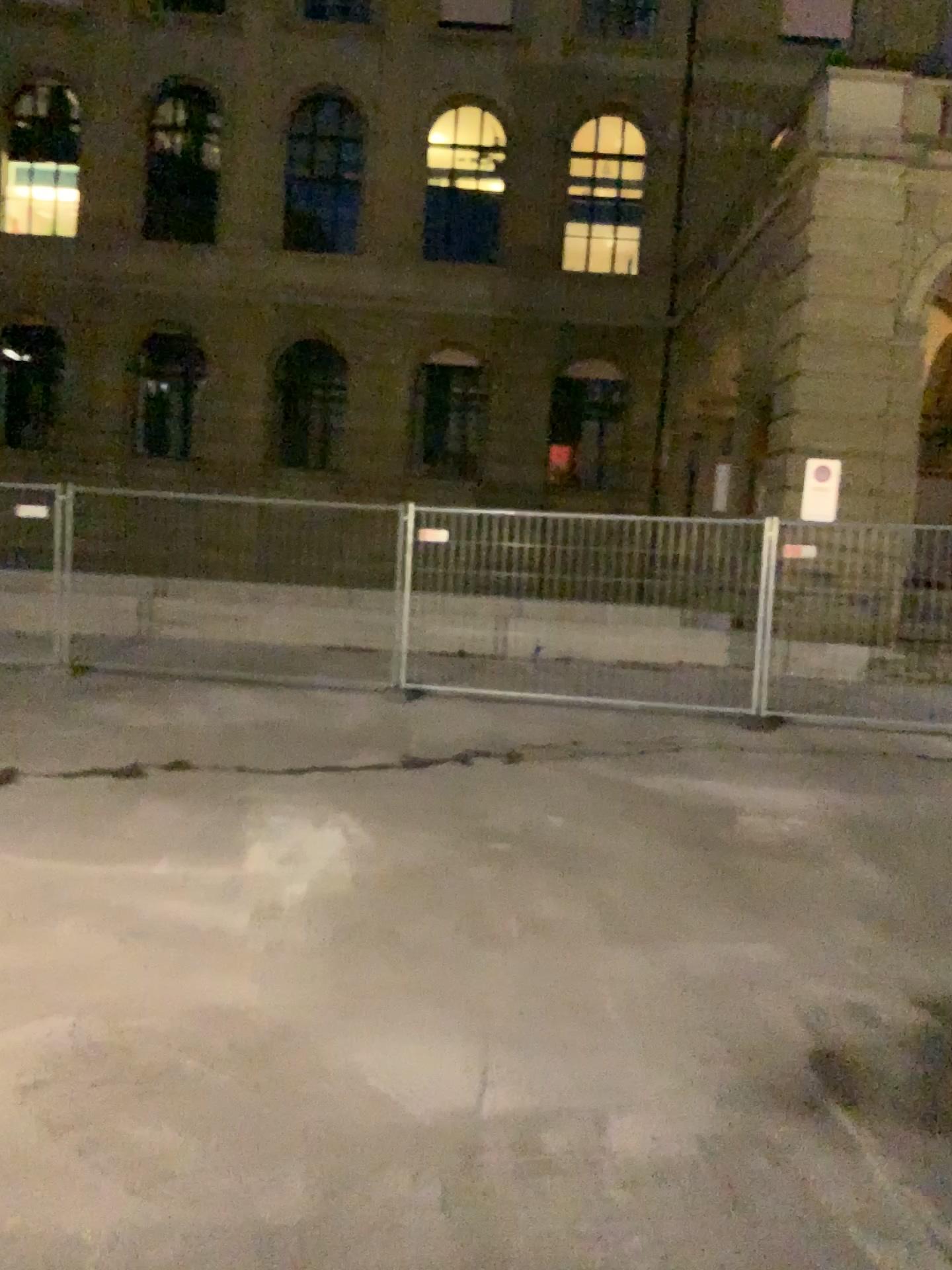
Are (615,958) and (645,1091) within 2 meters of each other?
yes
